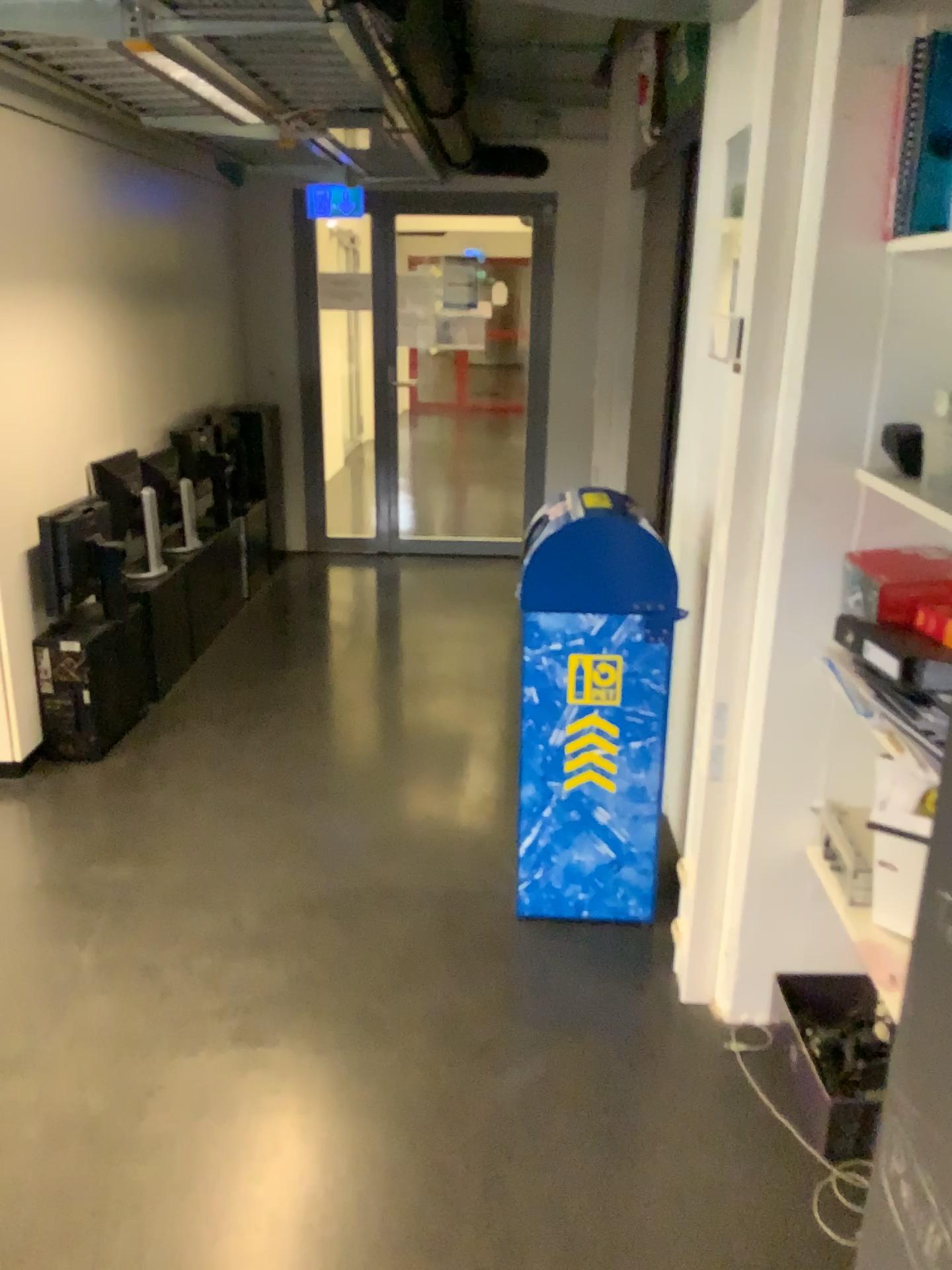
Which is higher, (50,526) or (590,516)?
(590,516)

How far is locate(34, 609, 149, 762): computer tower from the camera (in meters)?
3.51

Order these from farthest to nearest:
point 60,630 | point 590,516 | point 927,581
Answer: point 60,630
point 590,516
point 927,581

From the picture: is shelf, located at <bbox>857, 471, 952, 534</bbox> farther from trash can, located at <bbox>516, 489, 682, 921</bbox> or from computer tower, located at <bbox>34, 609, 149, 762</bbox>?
computer tower, located at <bbox>34, 609, 149, 762</bbox>

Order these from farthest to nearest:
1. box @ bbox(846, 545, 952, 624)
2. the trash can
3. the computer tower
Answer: the computer tower → the trash can → box @ bbox(846, 545, 952, 624)

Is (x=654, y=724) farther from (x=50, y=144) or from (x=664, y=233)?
(x=50, y=144)

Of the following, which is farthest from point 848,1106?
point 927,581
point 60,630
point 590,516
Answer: point 60,630

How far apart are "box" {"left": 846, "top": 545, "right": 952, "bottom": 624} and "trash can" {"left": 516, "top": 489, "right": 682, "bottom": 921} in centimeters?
55cm

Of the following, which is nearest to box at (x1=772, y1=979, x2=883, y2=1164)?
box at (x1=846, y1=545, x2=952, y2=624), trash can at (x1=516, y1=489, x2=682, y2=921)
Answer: trash can at (x1=516, y1=489, x2=682, y2=921)

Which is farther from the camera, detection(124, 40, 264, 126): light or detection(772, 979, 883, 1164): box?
detection(124, 40, 264, 126): light
